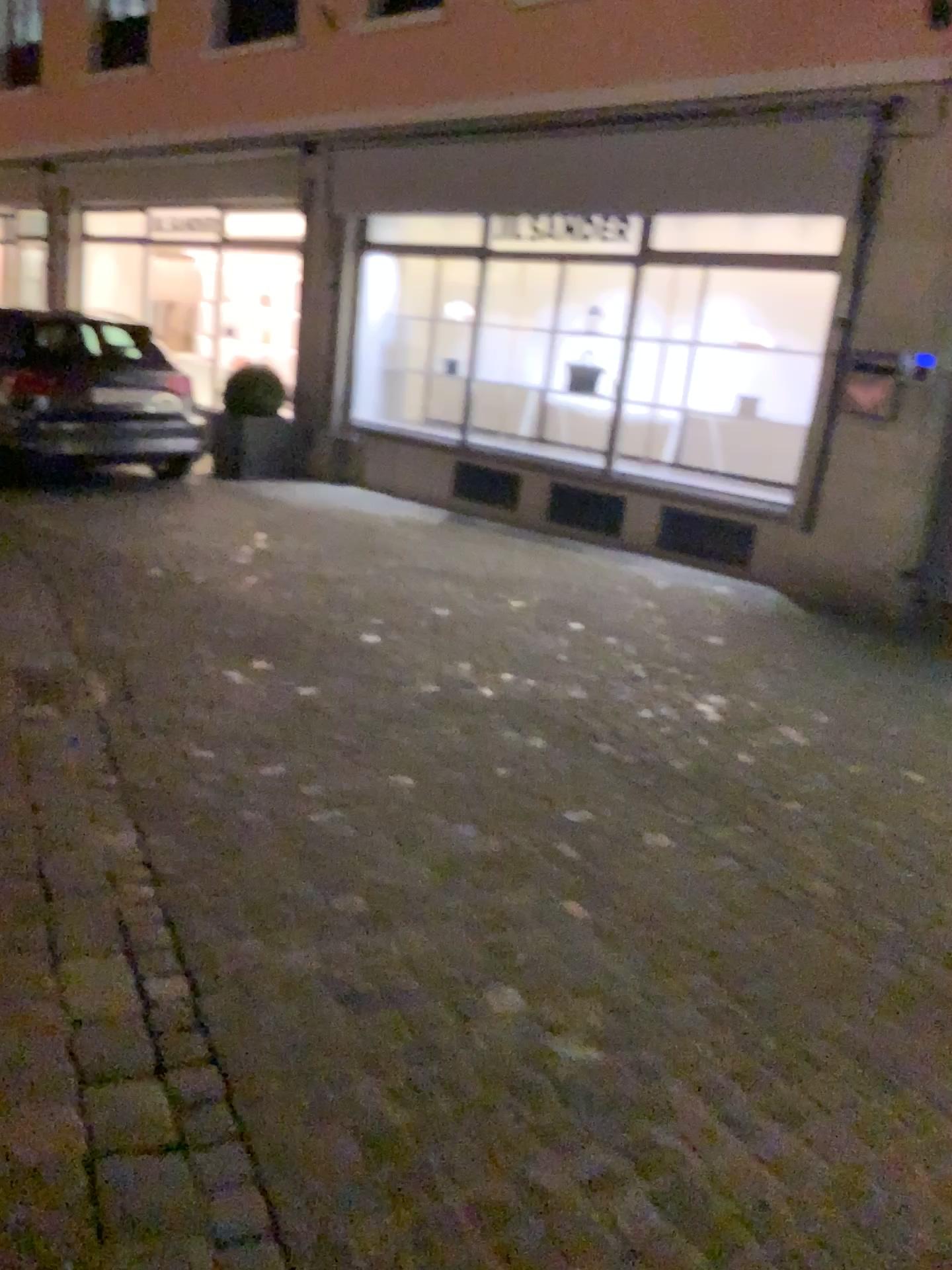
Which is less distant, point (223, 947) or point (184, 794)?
point (223, 947)
